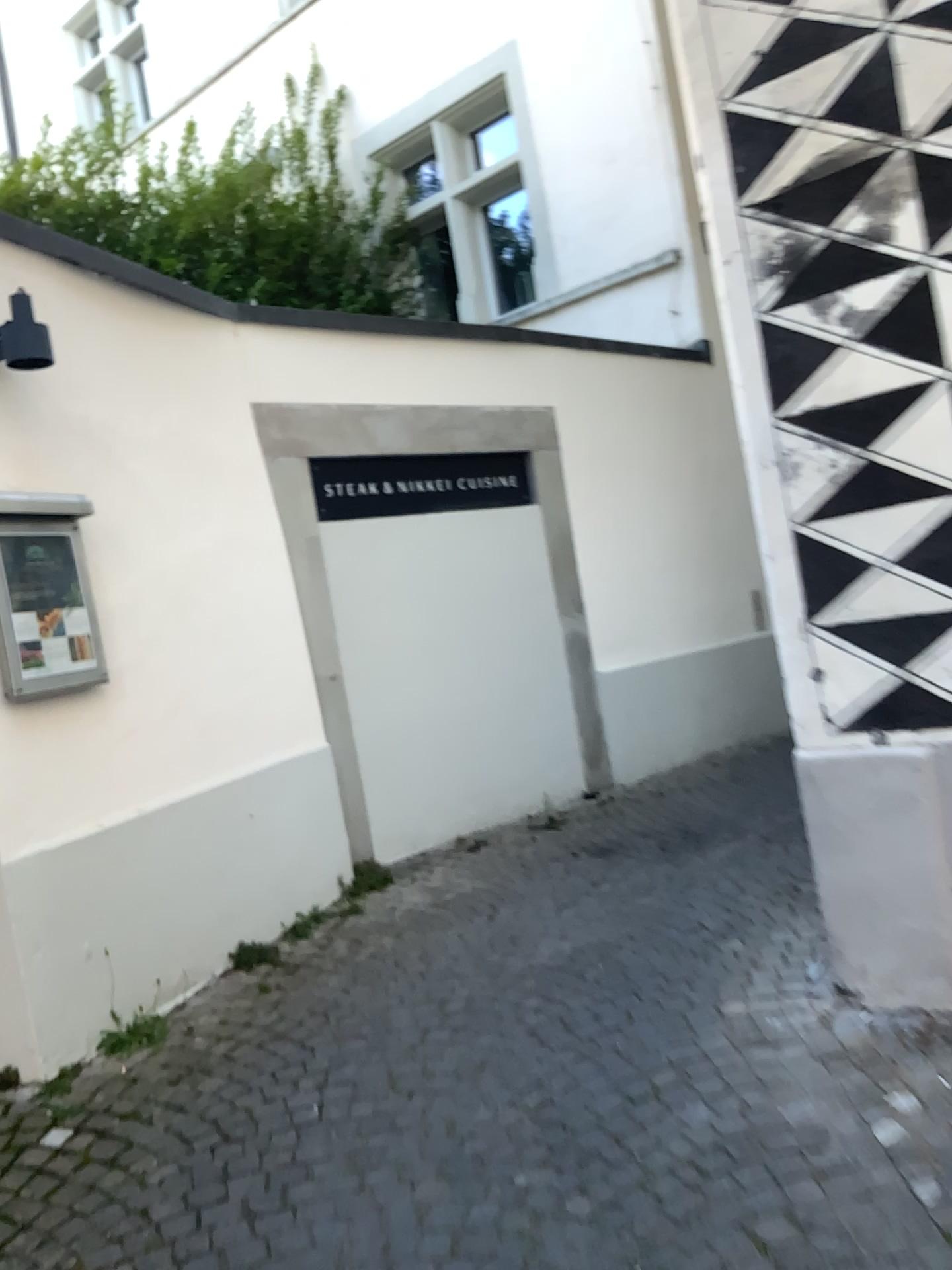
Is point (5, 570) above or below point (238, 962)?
above

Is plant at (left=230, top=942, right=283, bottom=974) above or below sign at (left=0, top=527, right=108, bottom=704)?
below

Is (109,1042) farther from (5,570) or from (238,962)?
(5,570)

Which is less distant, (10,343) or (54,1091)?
(54,1091)

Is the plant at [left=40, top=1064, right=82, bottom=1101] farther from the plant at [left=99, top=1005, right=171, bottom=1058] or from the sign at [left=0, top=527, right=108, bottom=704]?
the sign at [left=0, top=527, right=108, bottom=704]

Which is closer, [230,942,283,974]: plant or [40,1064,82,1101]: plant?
[40,1064,82,1101]: plant

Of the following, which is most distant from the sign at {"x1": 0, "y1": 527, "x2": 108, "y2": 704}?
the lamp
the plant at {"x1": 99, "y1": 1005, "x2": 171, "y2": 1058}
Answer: the plant at {"x1": 99, "y1": 1005, "x2": 171, "y2": 1058}

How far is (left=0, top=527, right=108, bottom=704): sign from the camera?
3.1 meters

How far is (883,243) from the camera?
2.5m

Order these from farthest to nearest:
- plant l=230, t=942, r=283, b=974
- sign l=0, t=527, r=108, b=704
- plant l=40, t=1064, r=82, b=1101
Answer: plant l=230, t=942, r=283, b=974
sign l=0, t=527, r=108, b=704
plant l=40, t=1064, r=82, b=1101
